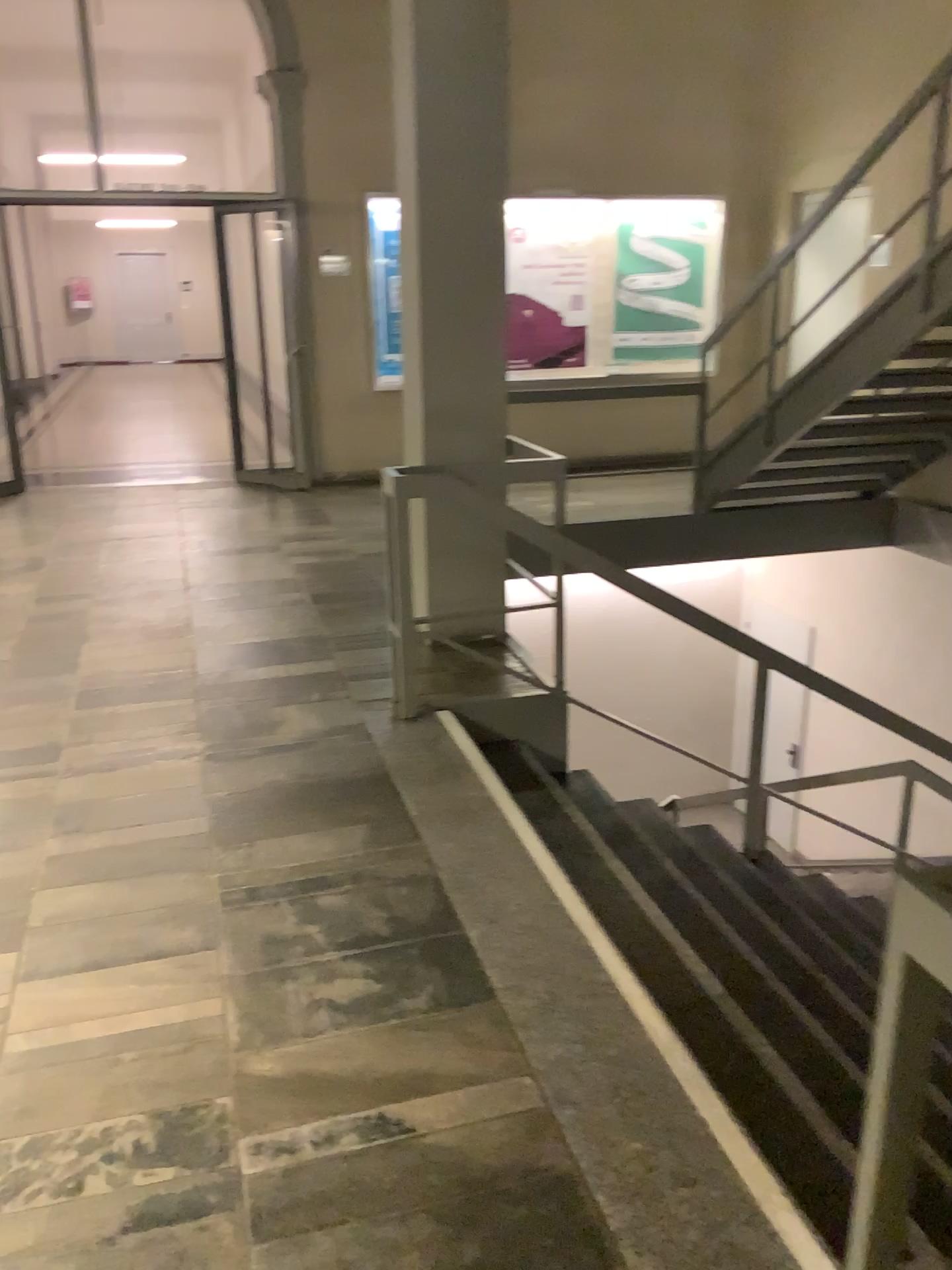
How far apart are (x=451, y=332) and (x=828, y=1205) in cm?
337
